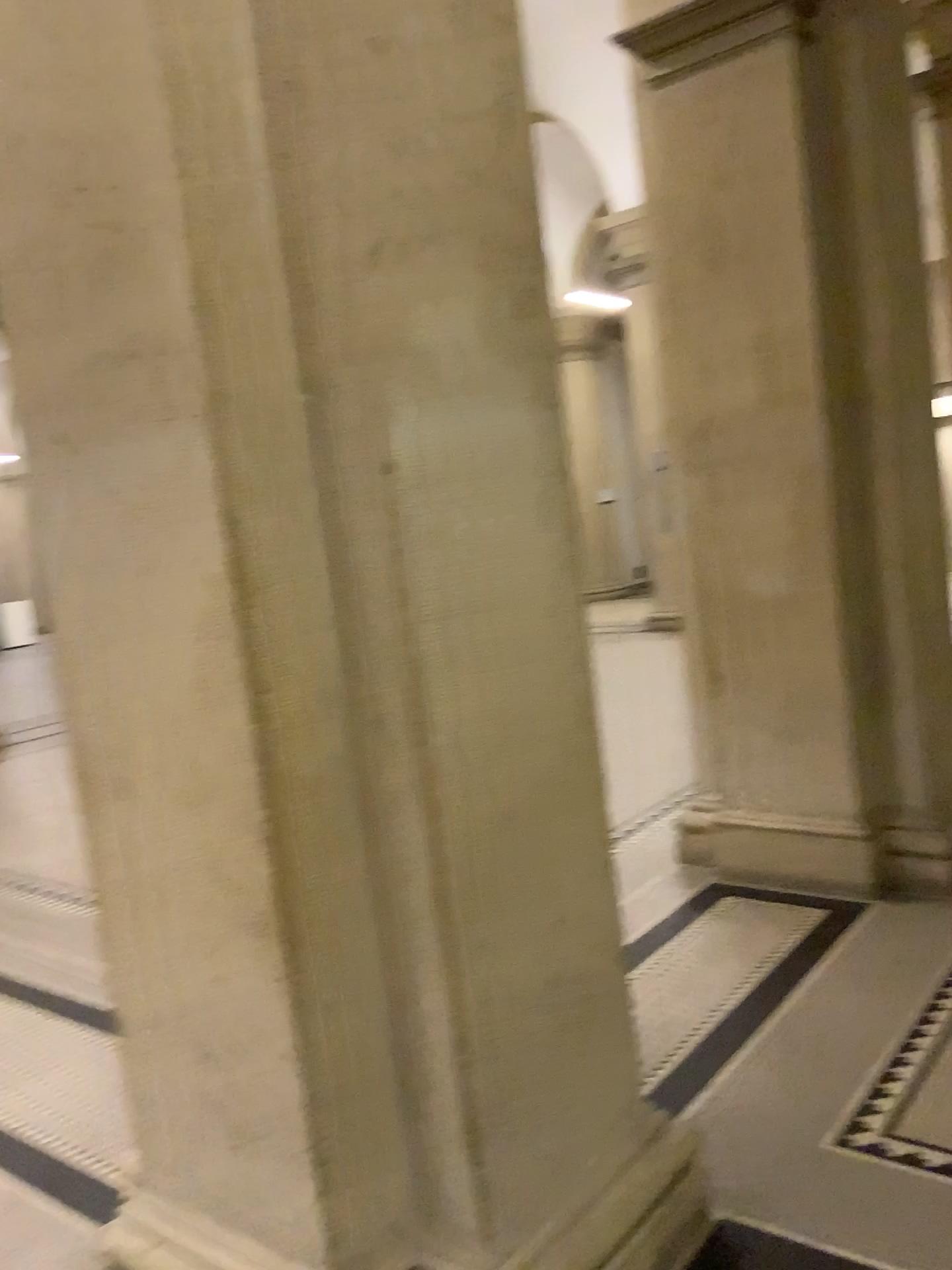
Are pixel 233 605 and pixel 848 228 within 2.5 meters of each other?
no

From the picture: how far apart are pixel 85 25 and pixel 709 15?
2.7 meters

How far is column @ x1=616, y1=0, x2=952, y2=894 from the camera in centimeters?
369cm

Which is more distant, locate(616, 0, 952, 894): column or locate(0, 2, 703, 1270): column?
locate(616, 0, 952, 894): column

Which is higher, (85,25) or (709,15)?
(709,15)

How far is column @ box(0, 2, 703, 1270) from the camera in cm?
167

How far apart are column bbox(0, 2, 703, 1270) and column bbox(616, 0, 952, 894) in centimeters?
196cm

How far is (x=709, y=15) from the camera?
3.69m
